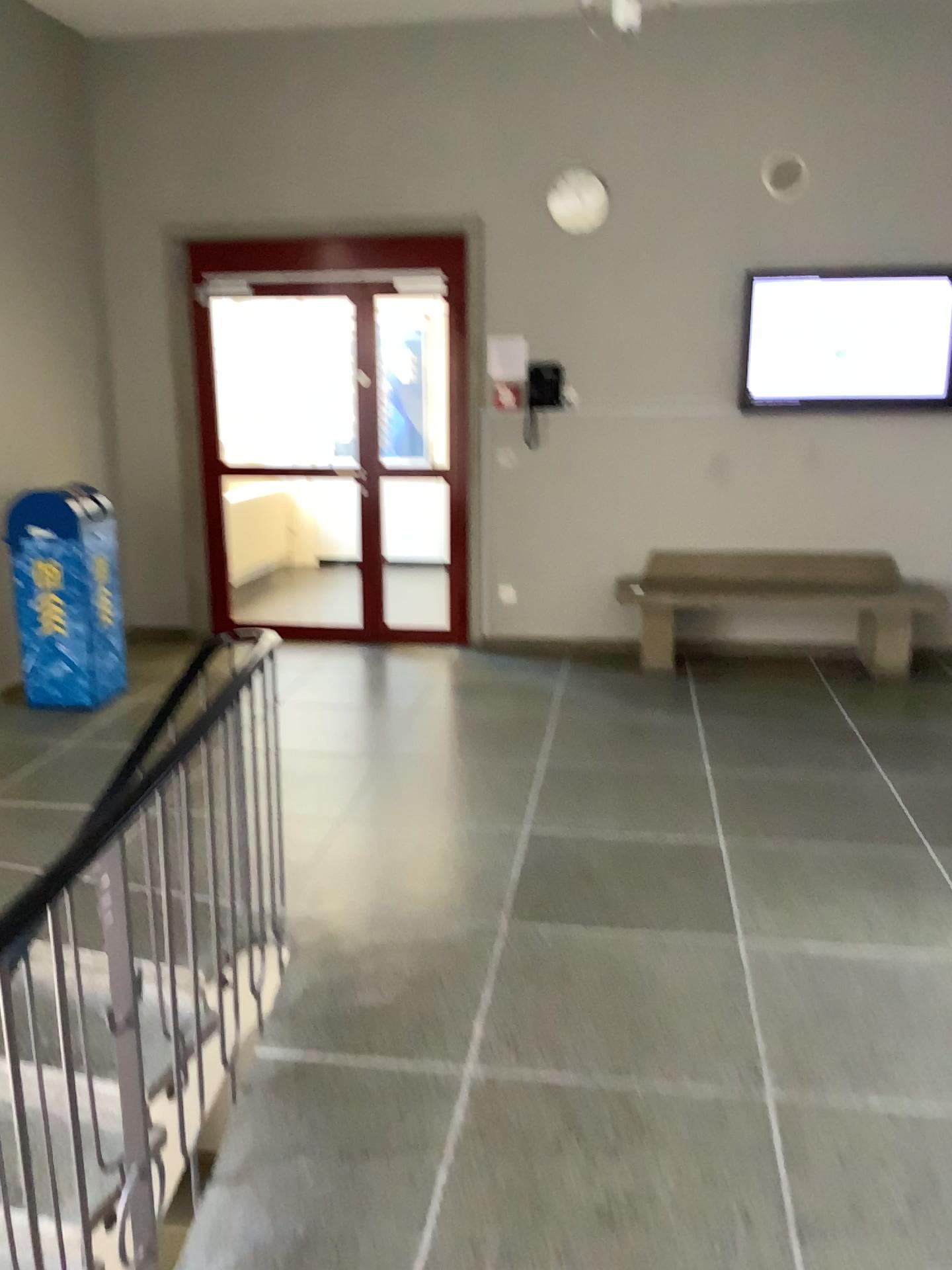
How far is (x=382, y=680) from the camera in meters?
5.4
